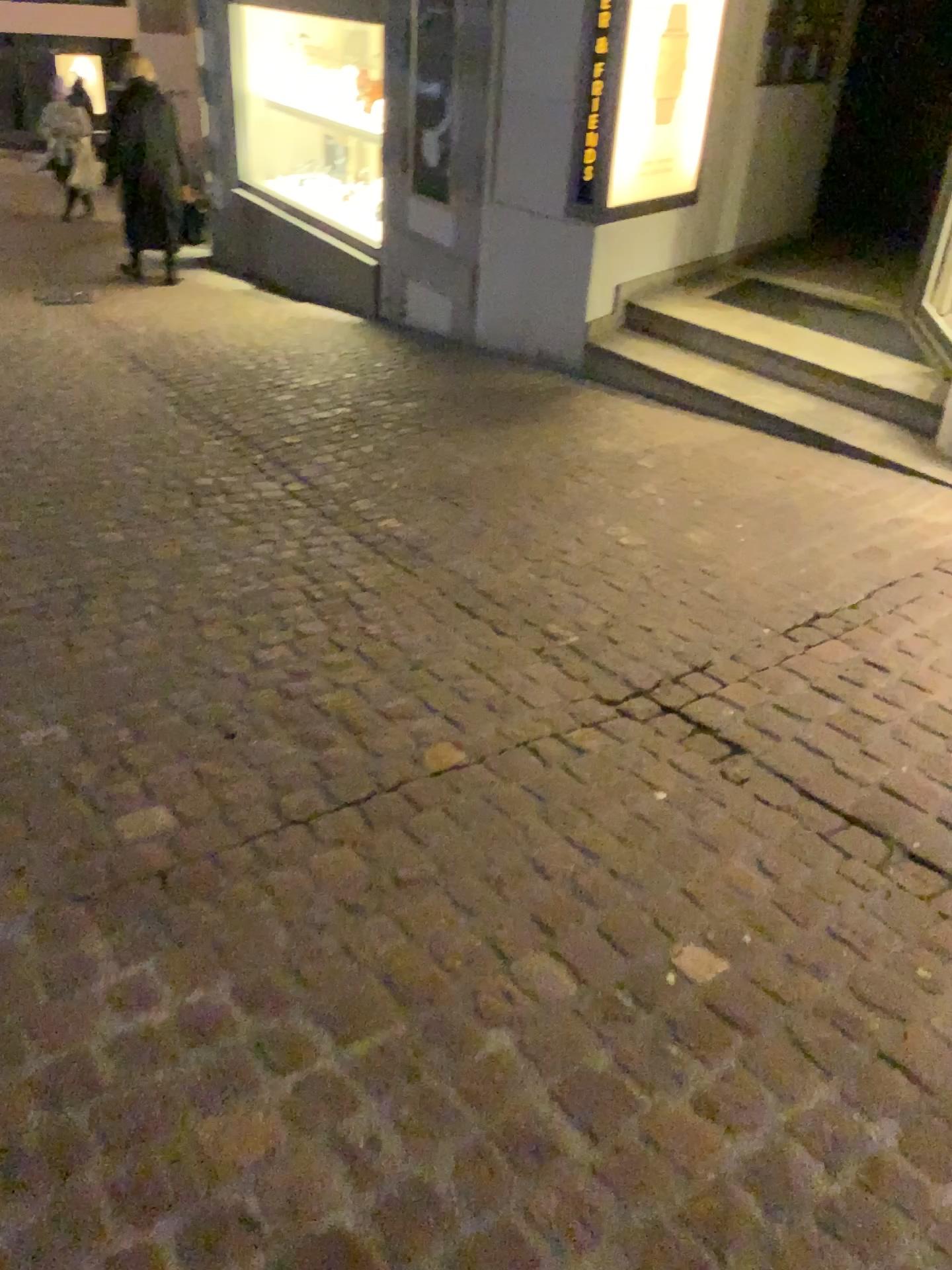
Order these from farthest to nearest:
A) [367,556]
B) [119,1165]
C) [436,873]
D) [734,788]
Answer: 1. [367,556]
2. [734,788]
3. [436,873]
4. [119,1165]
